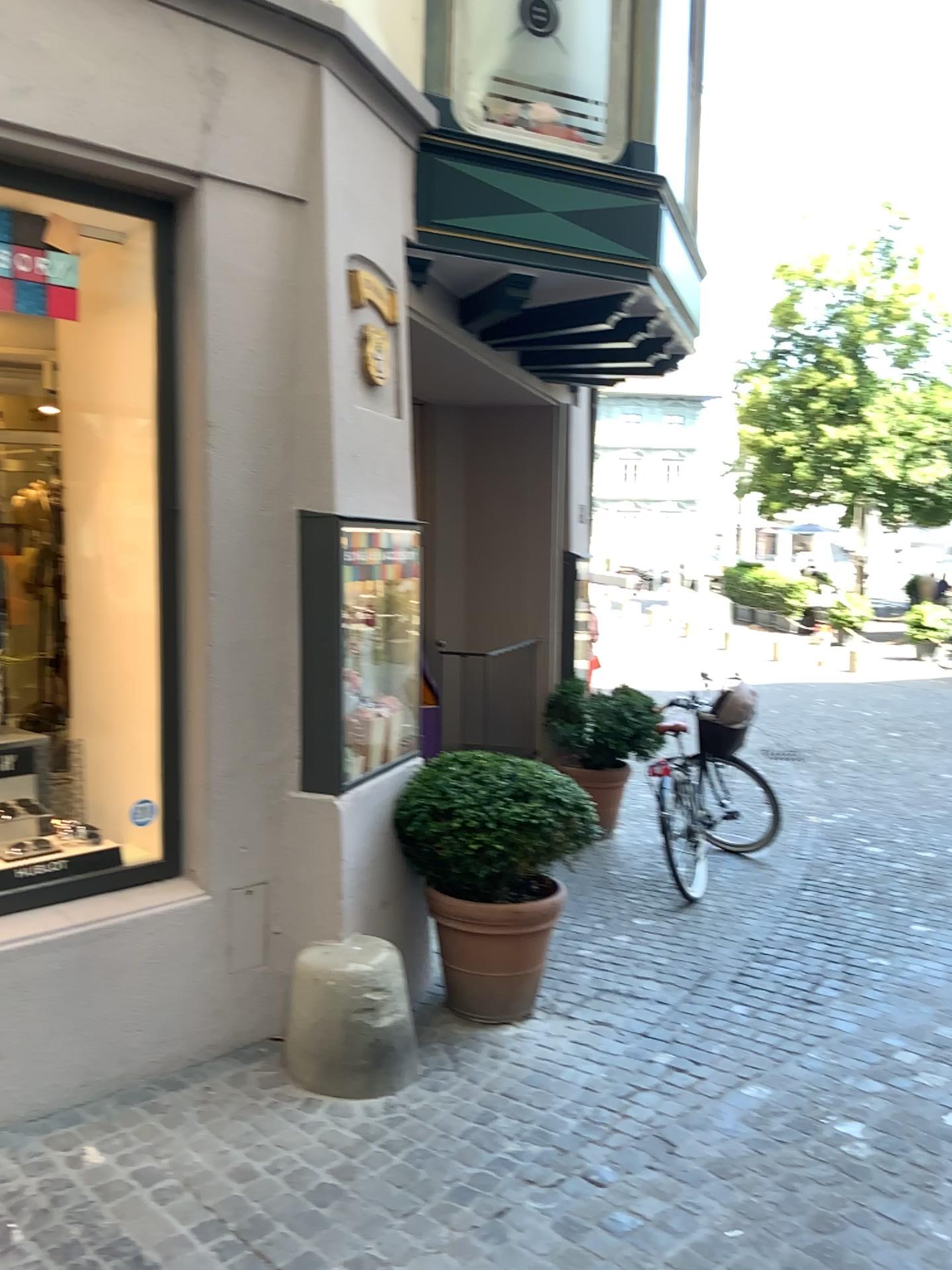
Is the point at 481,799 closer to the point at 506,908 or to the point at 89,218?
the point at 506,908

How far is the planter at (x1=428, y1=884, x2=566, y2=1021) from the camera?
3.96m

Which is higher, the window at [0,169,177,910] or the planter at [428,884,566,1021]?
the window at [0,169,177,910]

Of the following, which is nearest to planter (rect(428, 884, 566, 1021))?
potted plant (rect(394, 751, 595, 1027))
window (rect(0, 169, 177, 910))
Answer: potted plant (rect(394, 751, 595, 1027))

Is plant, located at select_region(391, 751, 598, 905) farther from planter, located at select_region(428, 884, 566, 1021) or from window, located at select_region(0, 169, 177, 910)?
window, located at select_region(0, 169, 177, 910)

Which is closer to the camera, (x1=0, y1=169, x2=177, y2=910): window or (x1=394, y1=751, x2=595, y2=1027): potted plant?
(x1=0, y1=169, x2=177, y2=910): window

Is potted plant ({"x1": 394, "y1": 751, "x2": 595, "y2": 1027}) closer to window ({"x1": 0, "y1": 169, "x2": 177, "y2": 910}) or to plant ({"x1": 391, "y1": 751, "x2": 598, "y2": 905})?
plant ({"x1": 391, "y1": 751, "x2": 598, "y2": 905})

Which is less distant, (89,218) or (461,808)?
(89,218)

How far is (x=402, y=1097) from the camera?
3.42m

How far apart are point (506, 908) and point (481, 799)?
0.4 meters
